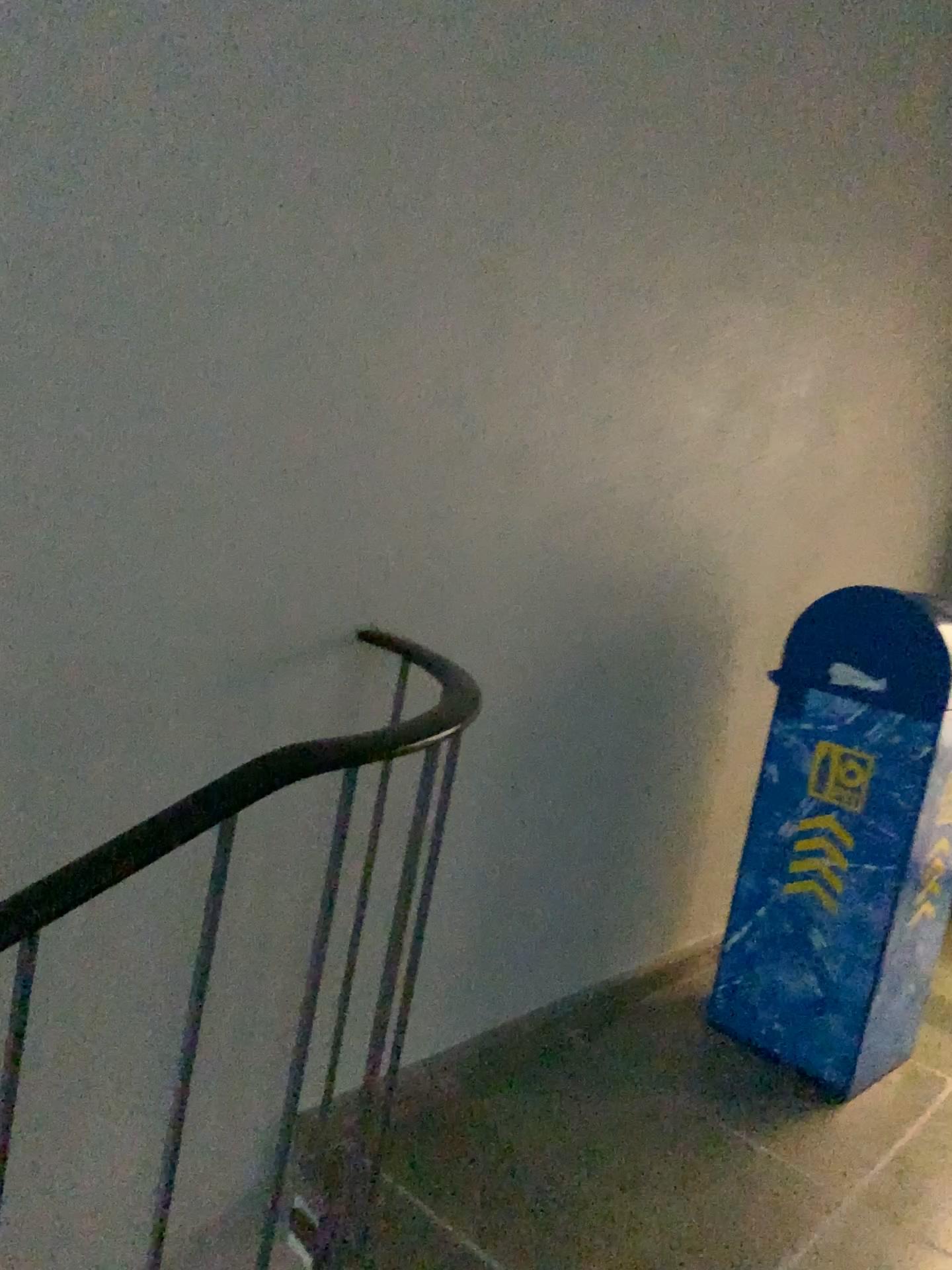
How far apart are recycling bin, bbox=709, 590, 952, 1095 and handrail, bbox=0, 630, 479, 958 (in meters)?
1.35

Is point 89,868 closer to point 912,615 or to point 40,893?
point 40,893

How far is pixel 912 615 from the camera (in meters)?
2.25

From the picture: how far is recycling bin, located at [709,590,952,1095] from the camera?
2.2m

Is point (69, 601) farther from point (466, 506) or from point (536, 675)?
point (536, 675)

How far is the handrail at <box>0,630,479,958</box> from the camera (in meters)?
0.88

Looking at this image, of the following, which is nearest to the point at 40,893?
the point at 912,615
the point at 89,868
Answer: the point at 89,868

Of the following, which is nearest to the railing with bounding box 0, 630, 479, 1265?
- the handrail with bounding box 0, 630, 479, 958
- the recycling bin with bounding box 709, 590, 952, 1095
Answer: the handrail with bounding box 0, 630, 479, 958

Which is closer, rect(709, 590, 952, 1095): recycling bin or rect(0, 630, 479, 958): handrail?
rect(0, 630, 479, 958): handrail

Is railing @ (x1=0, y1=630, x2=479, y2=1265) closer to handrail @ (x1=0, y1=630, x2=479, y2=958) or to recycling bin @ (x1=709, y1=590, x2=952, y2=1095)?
handrail @ (x1=0, y1=630, x2=479, y2=958)
